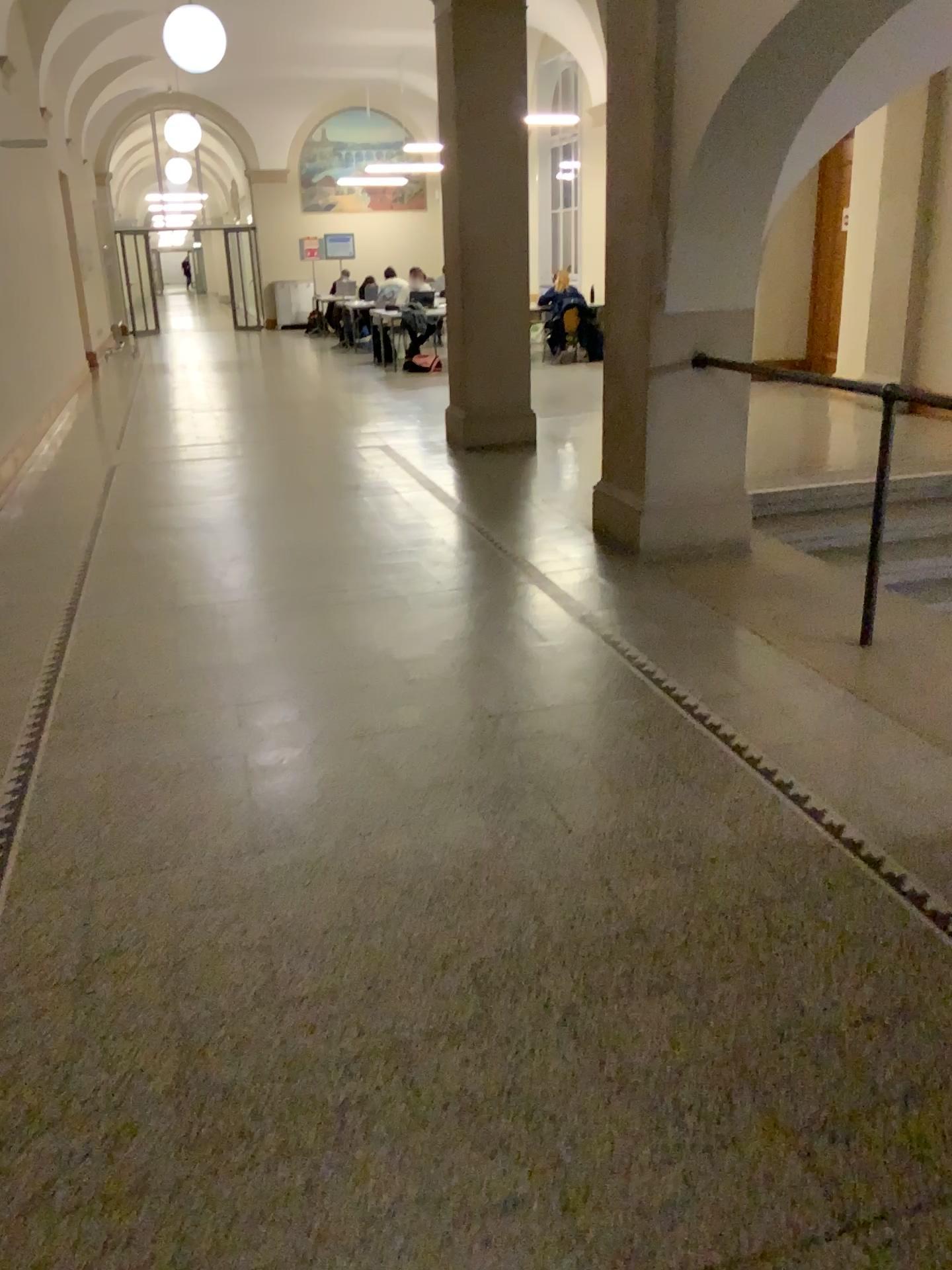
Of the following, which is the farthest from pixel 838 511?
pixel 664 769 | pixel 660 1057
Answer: pixel 660 1057
